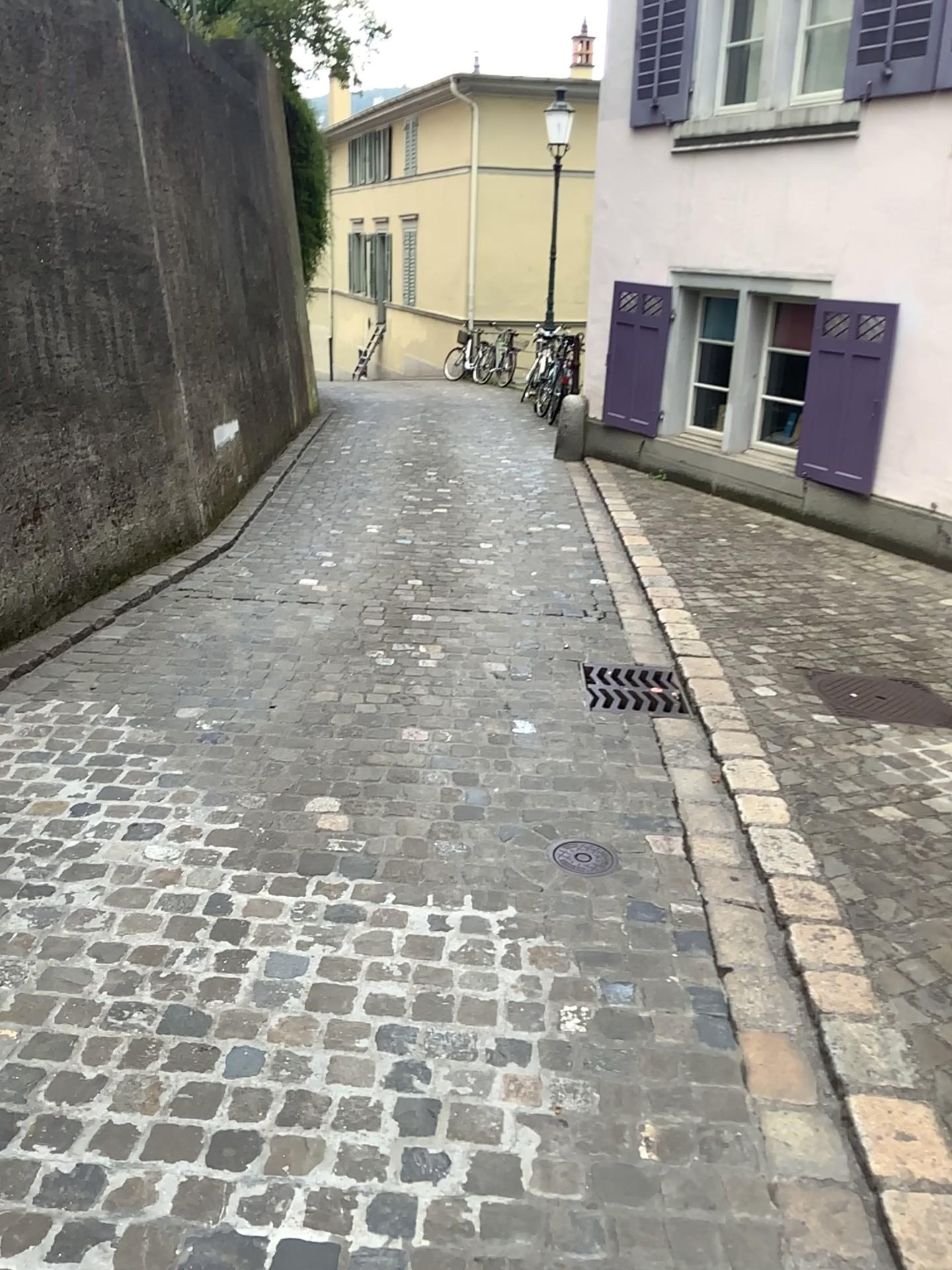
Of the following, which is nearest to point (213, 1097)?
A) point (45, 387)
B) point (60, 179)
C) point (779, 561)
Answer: point (45, 387)

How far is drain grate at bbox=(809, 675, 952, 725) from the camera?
3.91m

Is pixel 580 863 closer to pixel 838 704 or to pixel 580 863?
pixel 580 863

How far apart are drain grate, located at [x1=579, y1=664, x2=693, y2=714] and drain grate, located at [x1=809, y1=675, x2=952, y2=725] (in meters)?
0.61

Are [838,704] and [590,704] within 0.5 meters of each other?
no

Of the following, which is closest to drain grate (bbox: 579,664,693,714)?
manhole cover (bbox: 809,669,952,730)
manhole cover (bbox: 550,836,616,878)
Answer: manhole cover (bbox: 809,669,952,730)

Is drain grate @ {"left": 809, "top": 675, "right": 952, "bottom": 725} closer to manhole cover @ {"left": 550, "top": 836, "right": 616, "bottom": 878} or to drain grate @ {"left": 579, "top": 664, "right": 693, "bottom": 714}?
drain grate @ {"left": 579, "top": 664, "right": 693, "bottom": 714}

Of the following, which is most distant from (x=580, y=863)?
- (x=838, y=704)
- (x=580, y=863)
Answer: (x=838, y=704)

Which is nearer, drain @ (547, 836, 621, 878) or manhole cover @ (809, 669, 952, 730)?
drain @ (547, 836, 621, 878)
